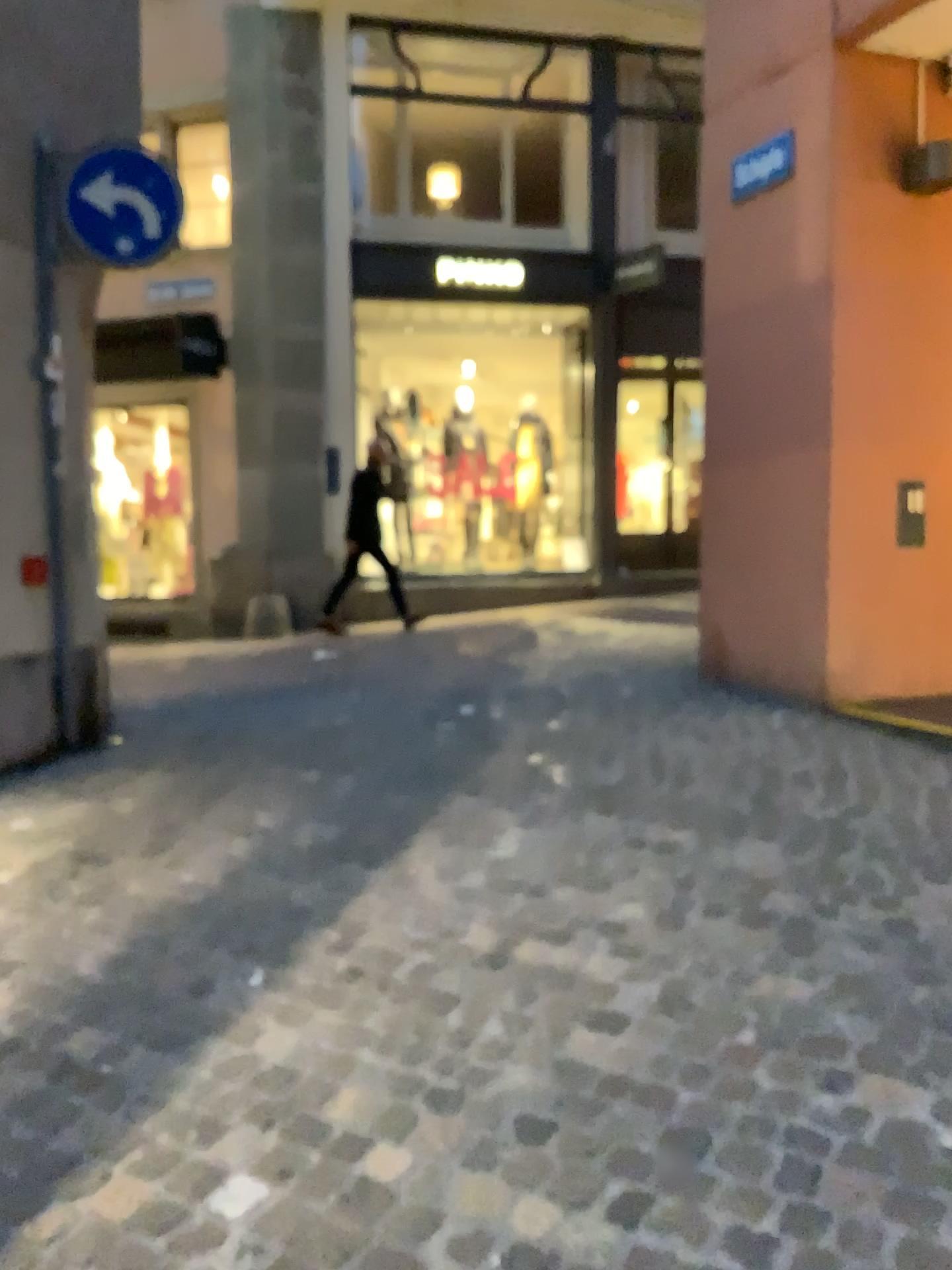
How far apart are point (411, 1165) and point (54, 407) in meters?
3.8 m
